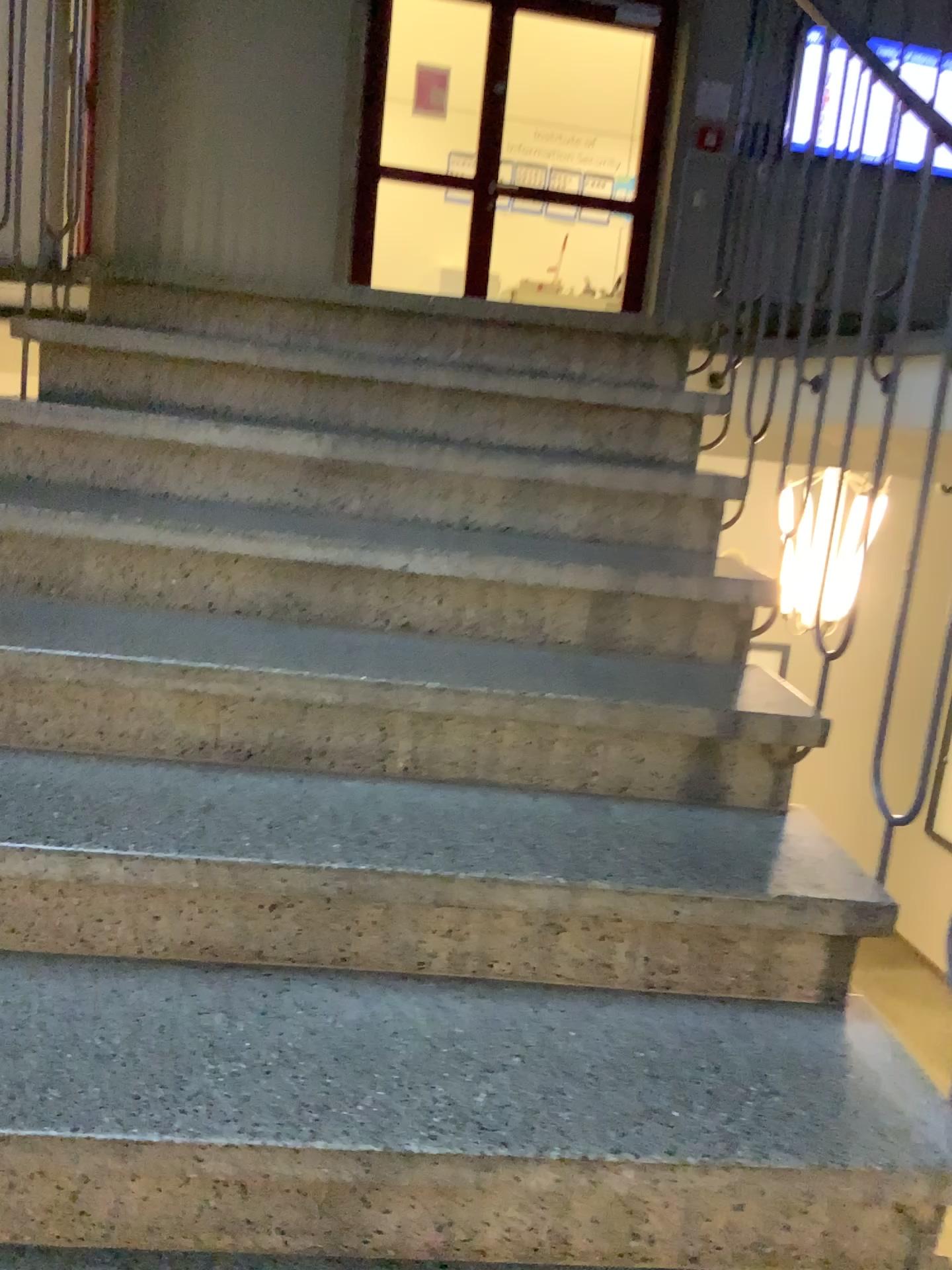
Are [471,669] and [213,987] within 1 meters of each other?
yes
